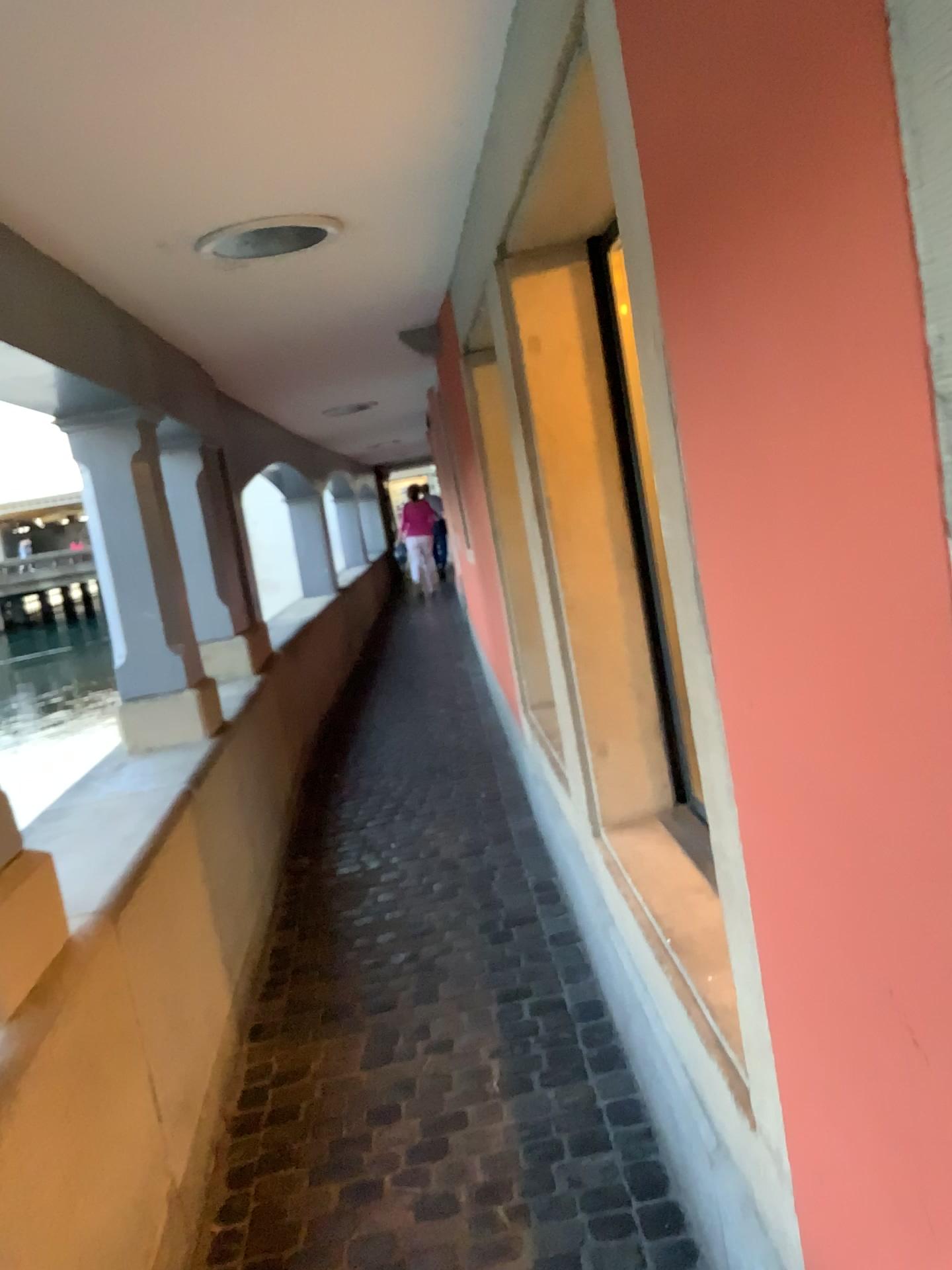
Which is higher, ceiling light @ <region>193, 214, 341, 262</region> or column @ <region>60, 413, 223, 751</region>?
ceiling light @ <region>193, 214, 341, 262</region>

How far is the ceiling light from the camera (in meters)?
2.52

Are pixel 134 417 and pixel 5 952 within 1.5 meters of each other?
no

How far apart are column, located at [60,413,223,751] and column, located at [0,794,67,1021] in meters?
1.7

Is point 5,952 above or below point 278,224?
below

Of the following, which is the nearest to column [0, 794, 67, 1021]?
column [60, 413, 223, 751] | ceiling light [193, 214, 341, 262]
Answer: ceiling light [193, 214, 341, 262]

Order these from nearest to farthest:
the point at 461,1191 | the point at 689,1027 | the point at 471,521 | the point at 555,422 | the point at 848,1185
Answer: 1. the point at 848,1185
2. the point at 689,1027
3. the point at 461,1191
4. the point at 555,422
5. the point at 471,521

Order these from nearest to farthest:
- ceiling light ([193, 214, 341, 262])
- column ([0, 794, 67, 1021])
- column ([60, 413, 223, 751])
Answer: column ([0, 794, 67, 1021])
ceiling light ([193, 214, 341, 262])
column ([60, 413, 223, 751])

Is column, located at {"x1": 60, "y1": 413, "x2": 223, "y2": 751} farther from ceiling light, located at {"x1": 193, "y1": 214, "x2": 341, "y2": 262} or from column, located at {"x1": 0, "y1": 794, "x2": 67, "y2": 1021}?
column, located at {"x1": 0, "y1": 794, "x2": 67, "y2": 1021}

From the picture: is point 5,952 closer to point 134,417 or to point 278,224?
point 278,224
